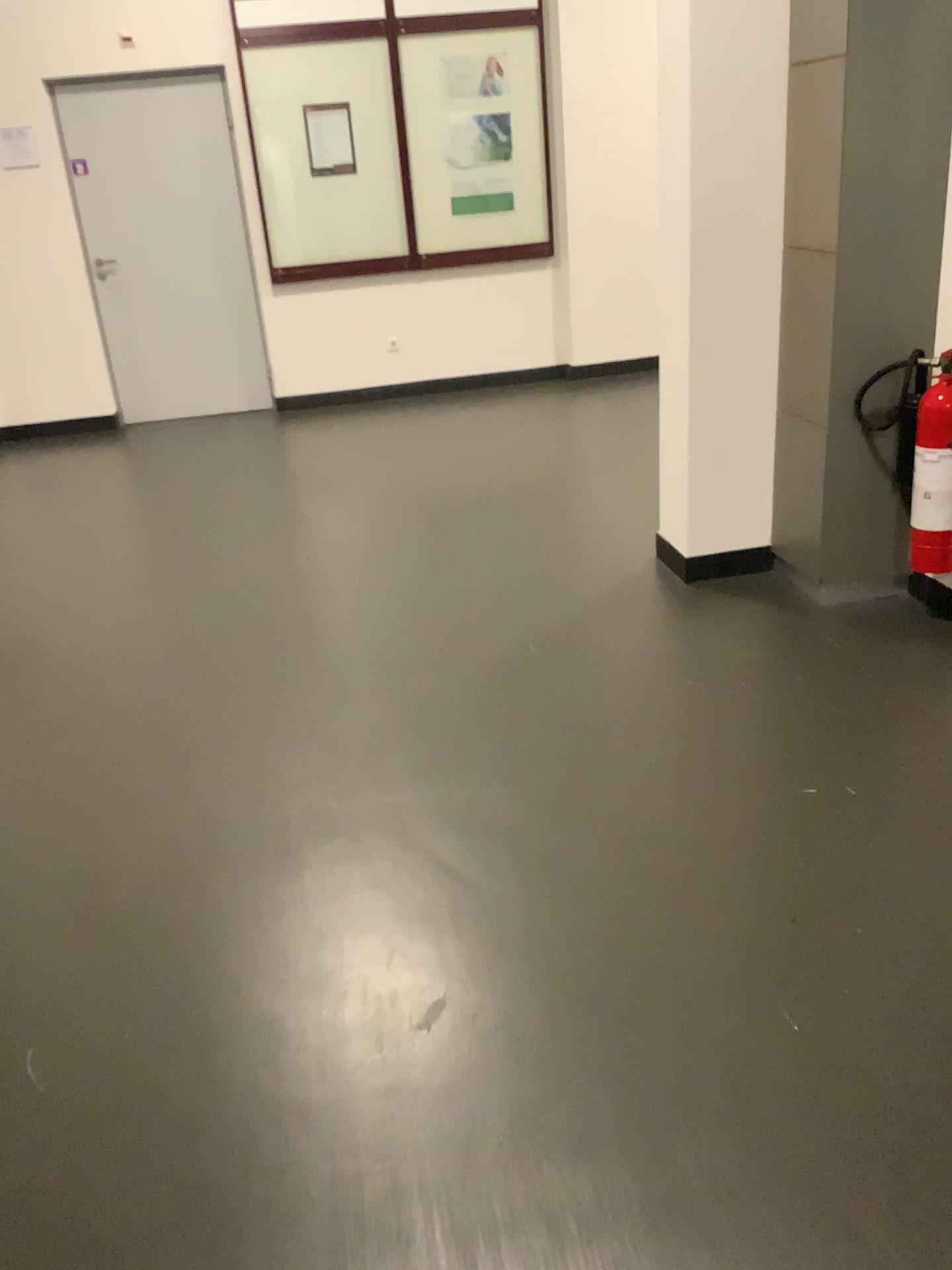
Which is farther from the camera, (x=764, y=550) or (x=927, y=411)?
(x=764, y=550)

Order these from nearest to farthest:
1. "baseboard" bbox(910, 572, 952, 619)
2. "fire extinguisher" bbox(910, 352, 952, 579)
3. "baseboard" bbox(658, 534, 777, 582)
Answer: "fire extinguisher" bbox(910, 352, 952, 579) → "baseboard" bbox(910, 572, 952, 619) → "baseboard" bbox(658, 534, 777, 582)

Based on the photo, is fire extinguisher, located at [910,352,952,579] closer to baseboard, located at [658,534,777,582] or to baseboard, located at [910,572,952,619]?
baseboard, located at [910,572,952,619]

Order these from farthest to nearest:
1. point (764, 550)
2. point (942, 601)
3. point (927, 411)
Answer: point (764, 550)
point (942, 601)
point (927, 411)

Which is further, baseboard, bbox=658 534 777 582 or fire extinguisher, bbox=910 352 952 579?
baseboard, bbox=658 534 777 582

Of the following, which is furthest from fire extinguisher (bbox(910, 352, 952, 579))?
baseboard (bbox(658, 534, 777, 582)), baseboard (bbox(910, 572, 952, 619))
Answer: baseboard (bbox(658, 534, 777, 582))

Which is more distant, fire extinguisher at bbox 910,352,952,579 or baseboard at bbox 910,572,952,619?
baseboard at bbox 910,572,952,619

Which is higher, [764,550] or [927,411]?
[927,411]

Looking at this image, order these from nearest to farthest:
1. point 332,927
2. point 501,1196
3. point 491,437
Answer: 1. point 501,1196
2. point 332,927
3. point 491,437
